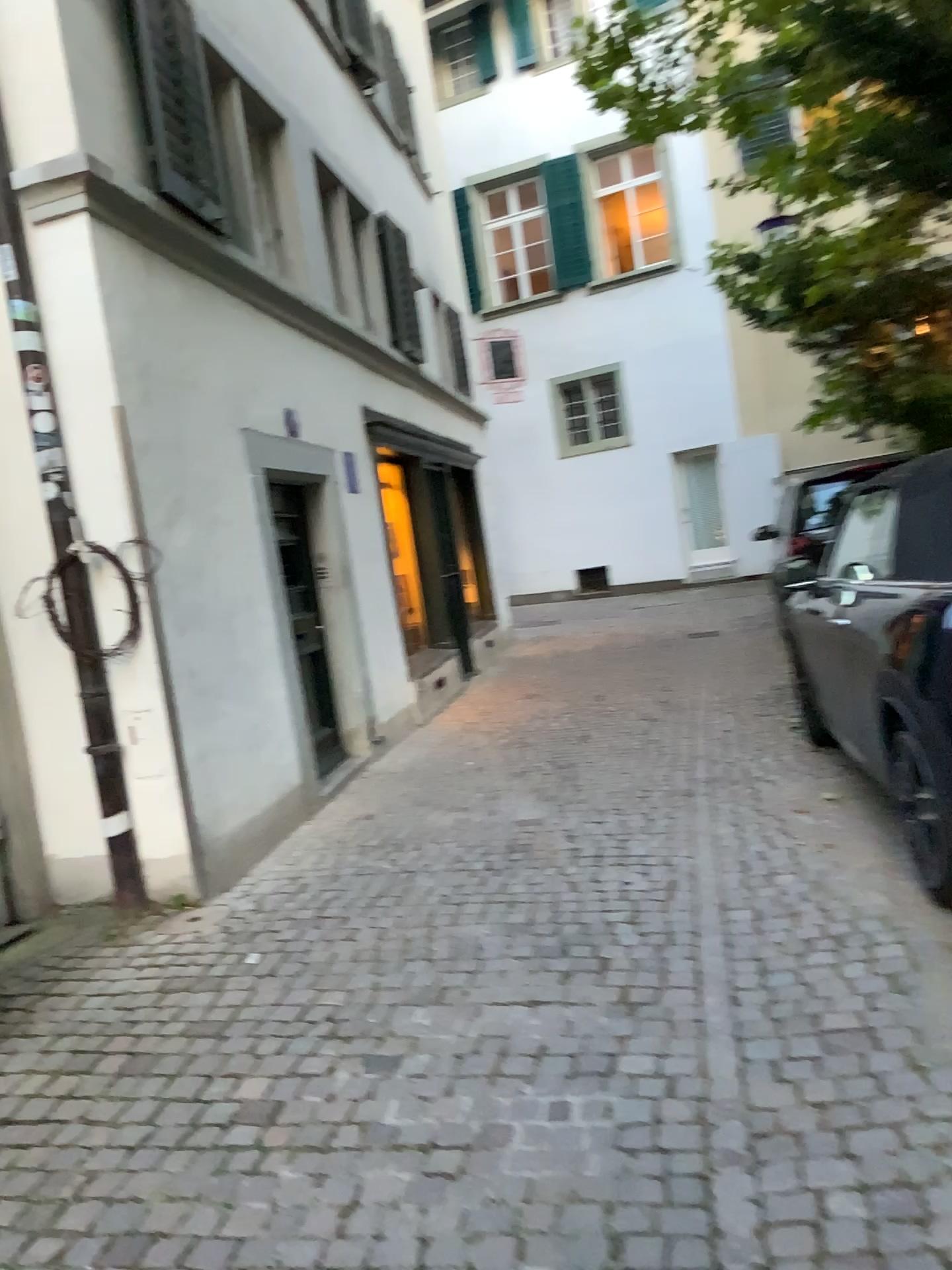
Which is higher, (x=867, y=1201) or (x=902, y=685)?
(x=902, y=685)
